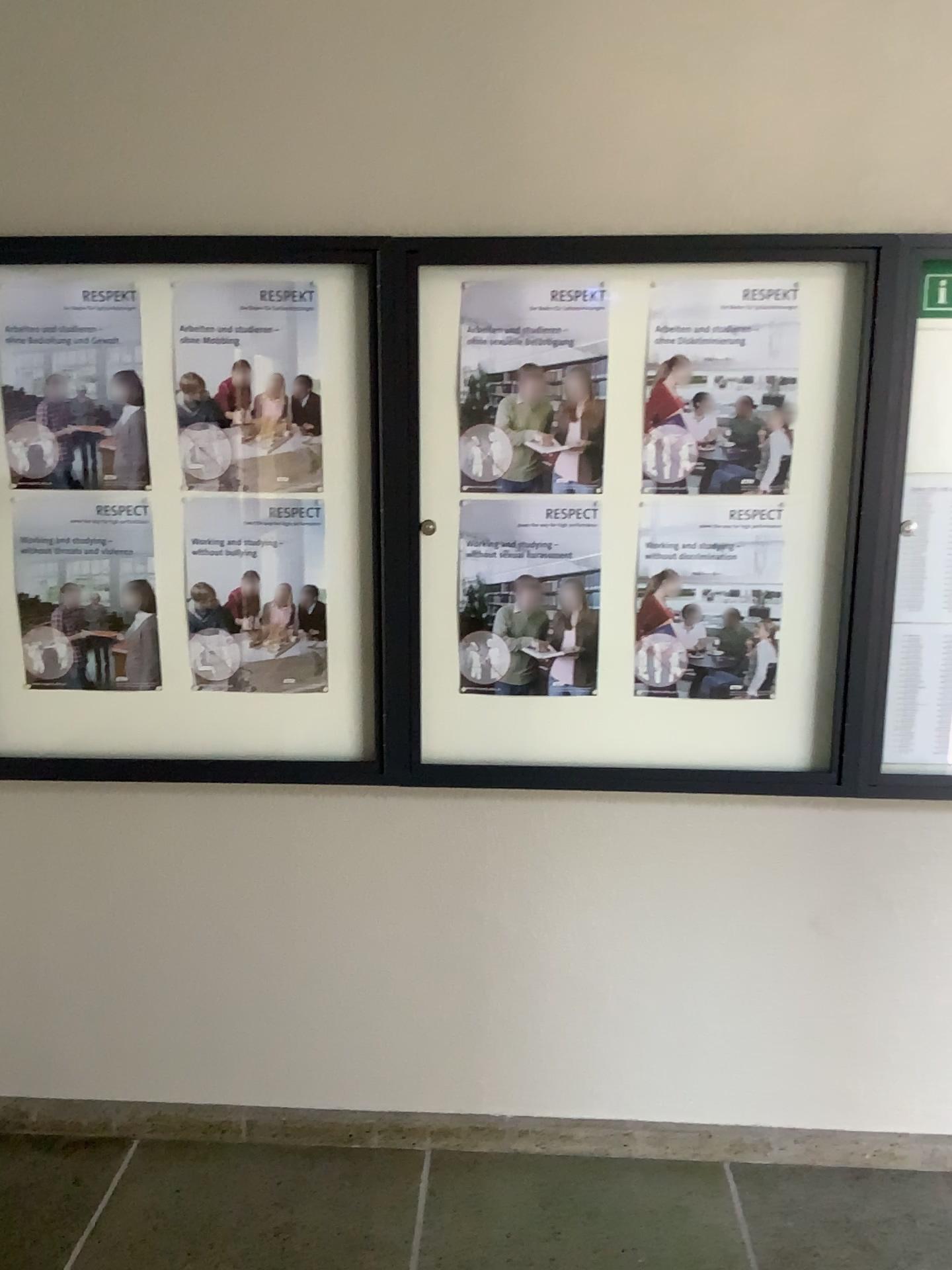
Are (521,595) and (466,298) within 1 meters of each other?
yes

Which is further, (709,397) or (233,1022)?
(233,1022)

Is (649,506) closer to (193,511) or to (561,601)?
(561,601)

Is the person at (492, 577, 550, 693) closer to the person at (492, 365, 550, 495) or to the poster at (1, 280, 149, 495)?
the person at (492, 365, 550, 495)

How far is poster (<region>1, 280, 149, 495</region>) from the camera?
2.2 meters

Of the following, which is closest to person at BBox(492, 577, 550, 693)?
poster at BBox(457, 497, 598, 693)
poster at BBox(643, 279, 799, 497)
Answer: poster at BBox(457, 497, 598, 693)

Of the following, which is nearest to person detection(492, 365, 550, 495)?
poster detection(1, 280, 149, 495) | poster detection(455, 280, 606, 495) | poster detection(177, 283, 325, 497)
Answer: poster detection(455, 280, 606, 495)

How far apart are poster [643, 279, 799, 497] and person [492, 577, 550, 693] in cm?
32

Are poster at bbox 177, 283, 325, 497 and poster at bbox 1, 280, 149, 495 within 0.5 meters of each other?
yes

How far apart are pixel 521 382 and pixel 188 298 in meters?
0.7
